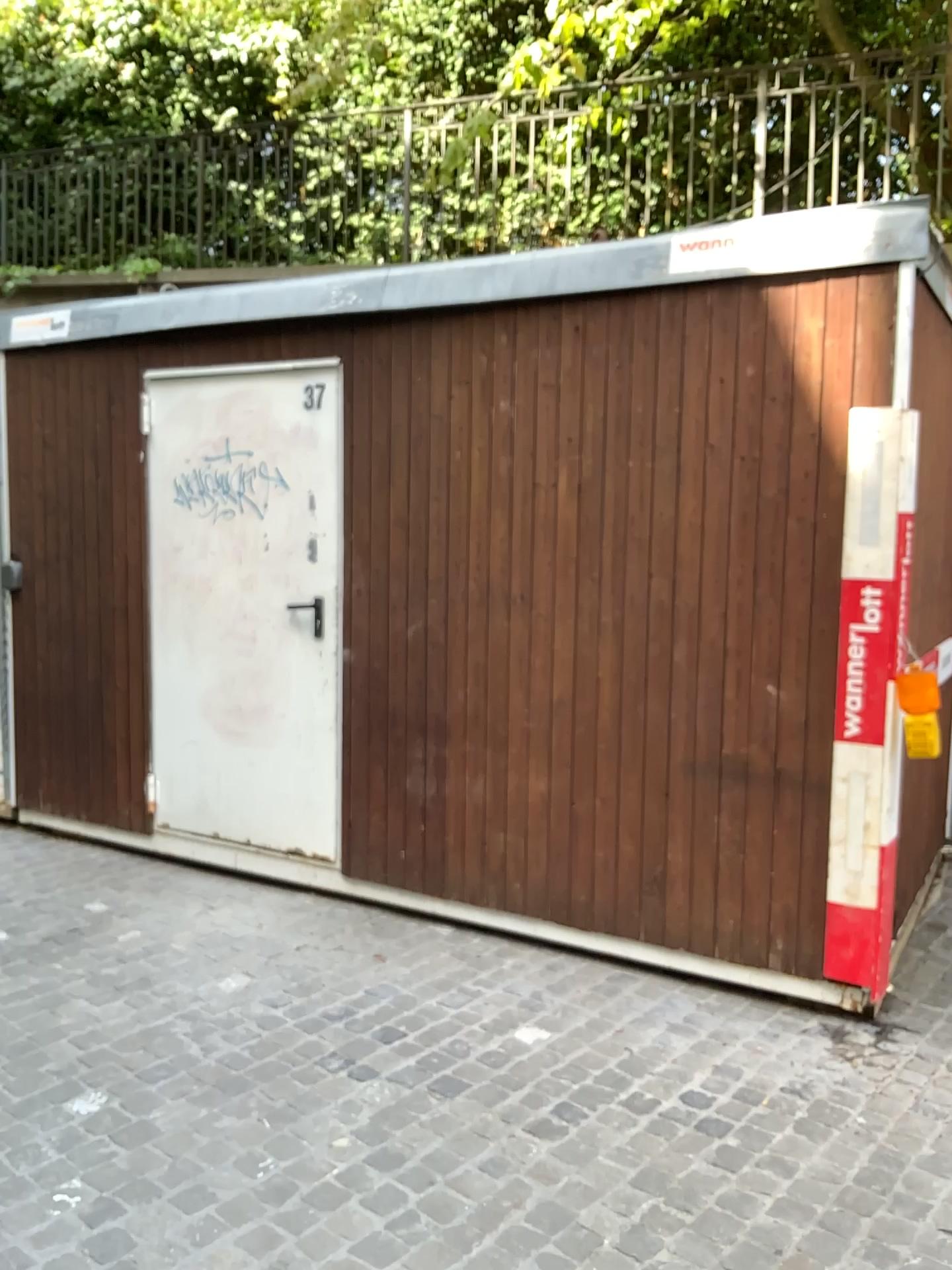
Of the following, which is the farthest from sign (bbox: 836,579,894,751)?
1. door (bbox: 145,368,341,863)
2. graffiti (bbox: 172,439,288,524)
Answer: graffiti (bbox: 172,439,288,524)

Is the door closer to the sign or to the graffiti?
the graffiti

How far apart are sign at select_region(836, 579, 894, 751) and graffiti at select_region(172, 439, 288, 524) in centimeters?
227cm

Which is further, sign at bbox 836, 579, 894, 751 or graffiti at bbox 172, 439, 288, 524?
graffiti at bbox 172, 439, 288, 524

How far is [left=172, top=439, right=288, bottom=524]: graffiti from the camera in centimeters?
438cm

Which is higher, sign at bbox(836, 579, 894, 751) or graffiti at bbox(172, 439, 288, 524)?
graffiti at bbox(172, 439, 288, 524)

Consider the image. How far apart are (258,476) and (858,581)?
2.4 meters

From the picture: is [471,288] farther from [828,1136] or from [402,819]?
[828,1136]

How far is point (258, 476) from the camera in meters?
4.4

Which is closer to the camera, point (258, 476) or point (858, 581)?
point (858, 581)
